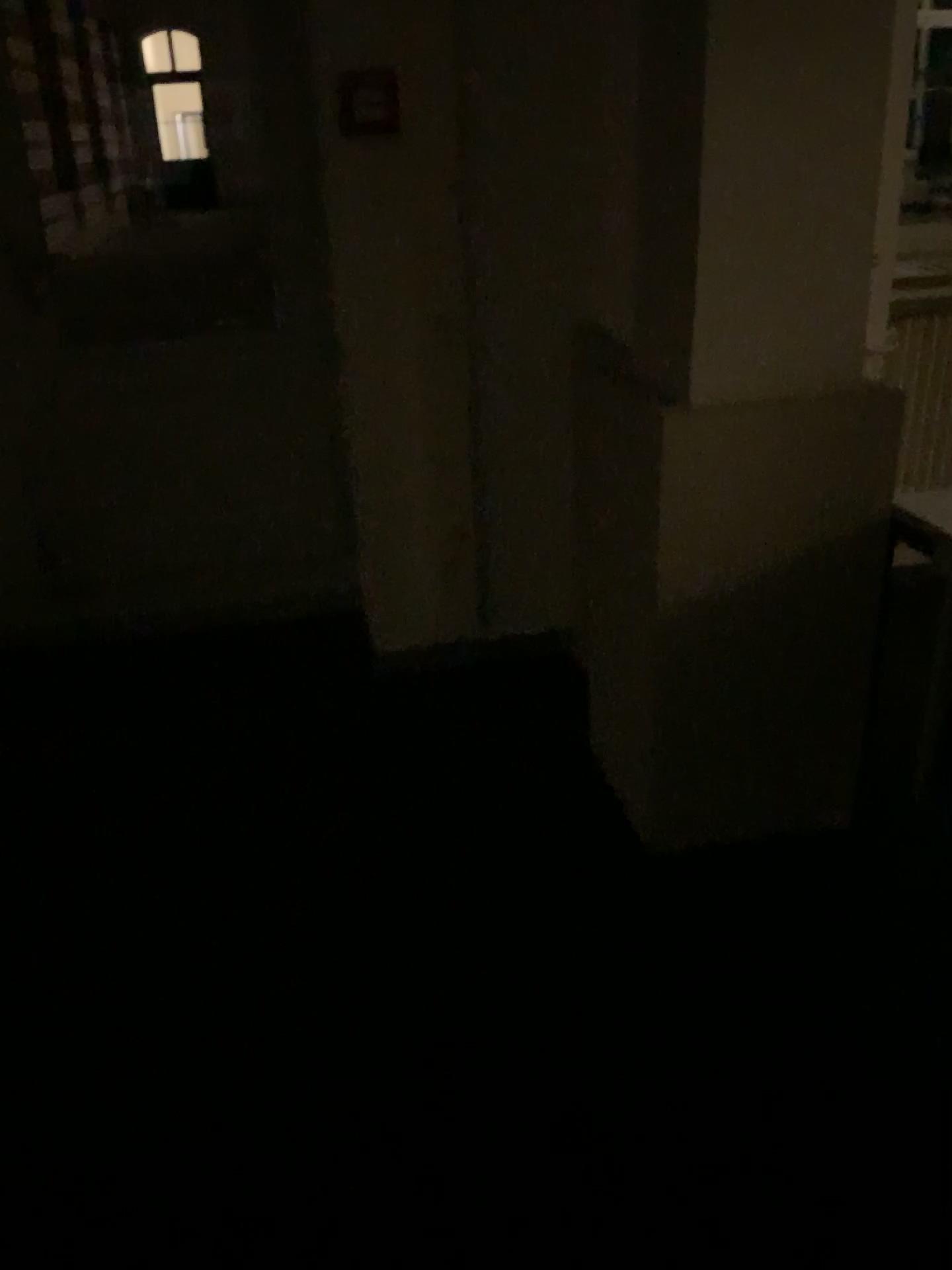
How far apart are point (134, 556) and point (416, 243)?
1.4m
